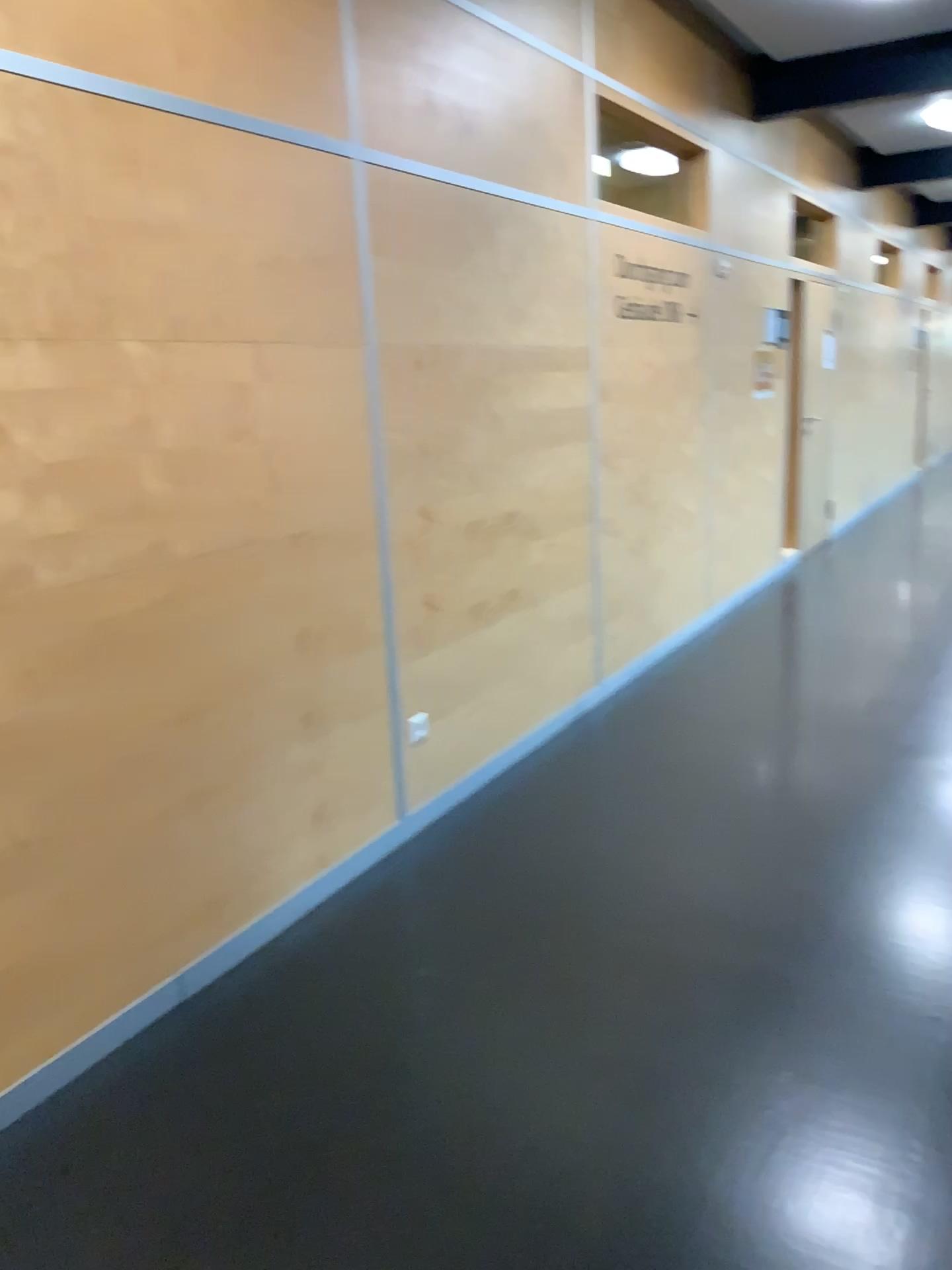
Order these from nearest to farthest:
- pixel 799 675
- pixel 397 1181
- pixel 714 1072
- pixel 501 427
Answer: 1. pixel 397 1181
2. pixel 714 1072
3. pixel 501 427
4. pixel 799 675
